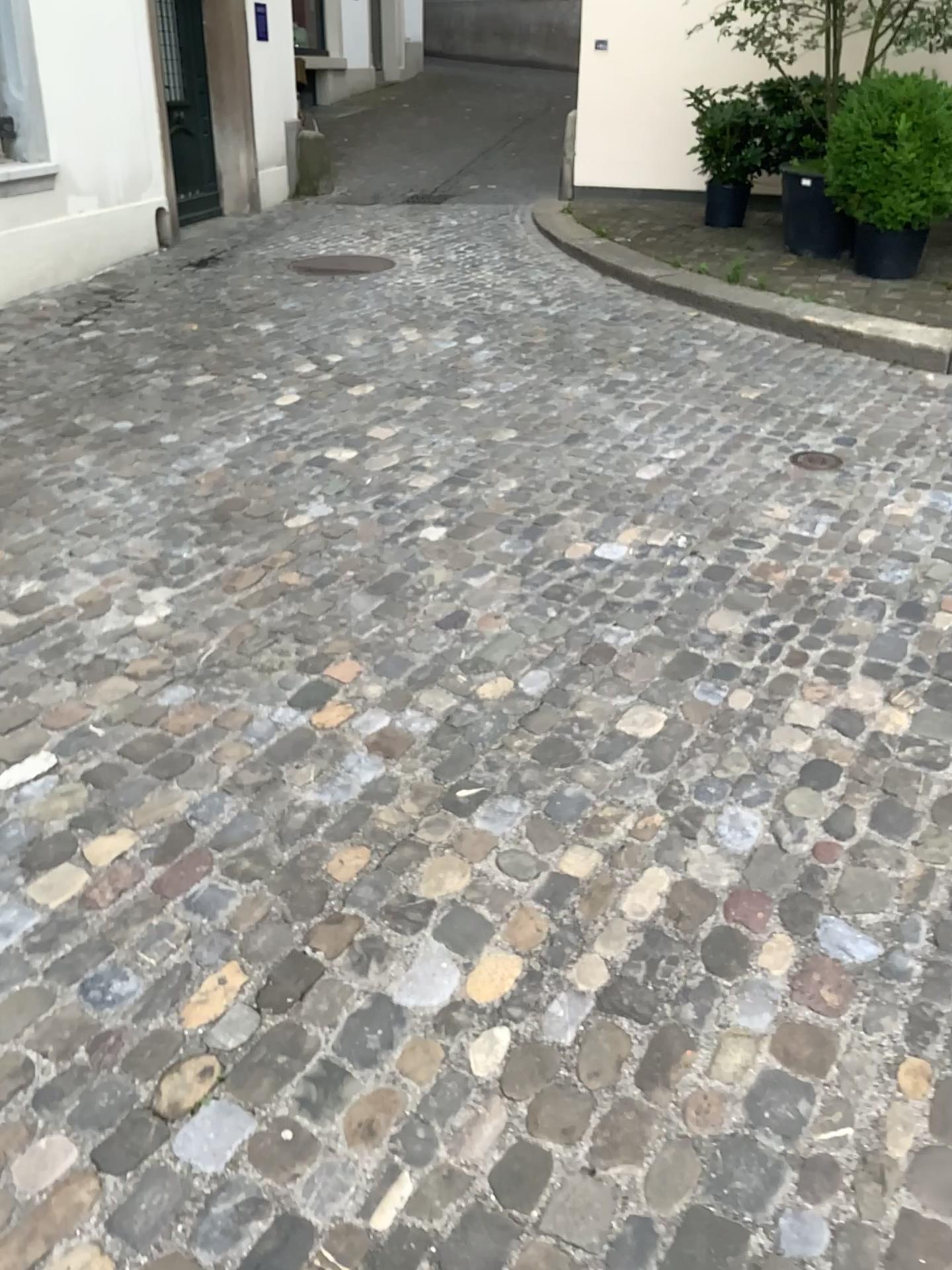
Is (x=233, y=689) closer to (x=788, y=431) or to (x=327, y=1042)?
(x=327, y=1042)
